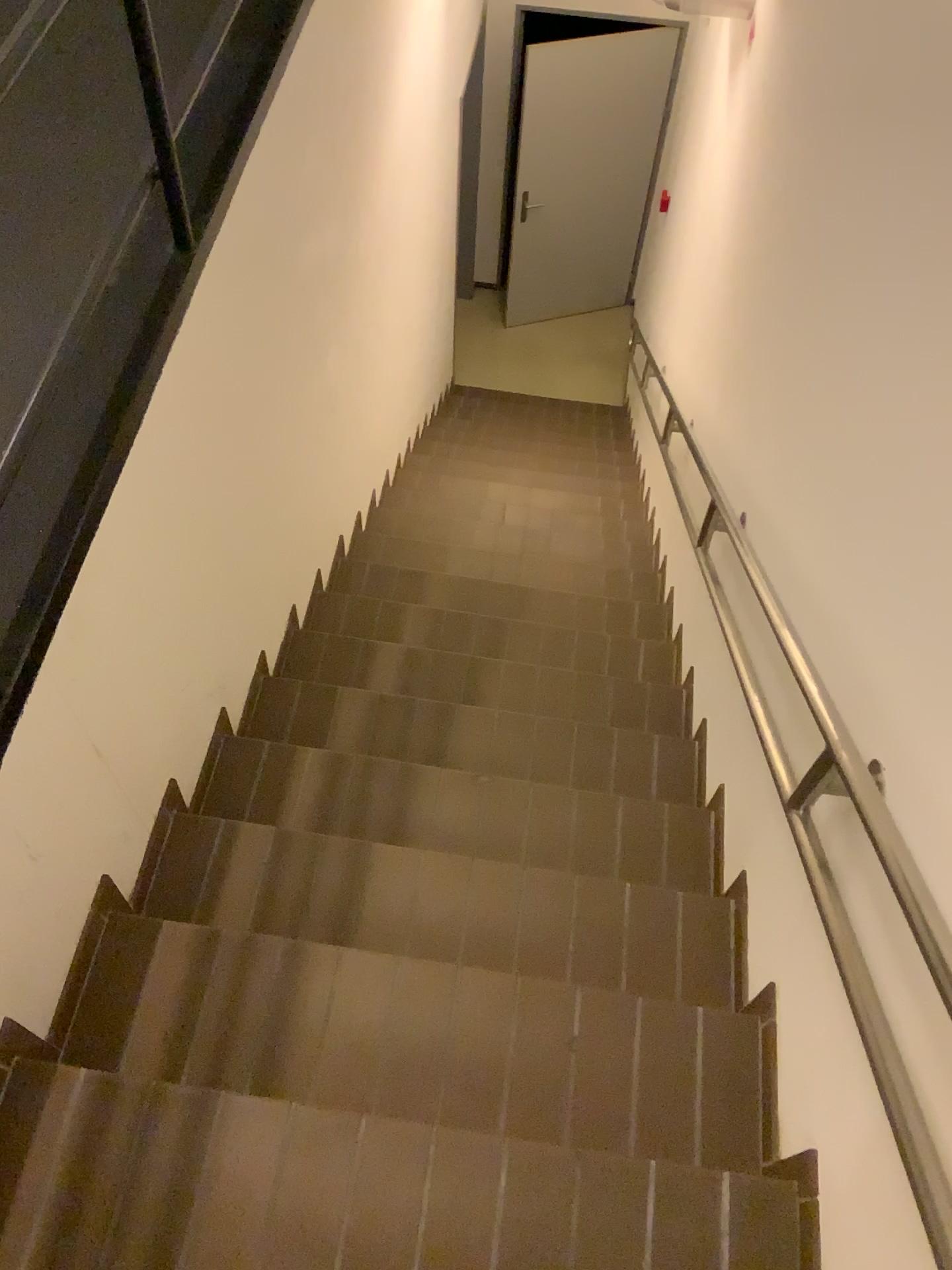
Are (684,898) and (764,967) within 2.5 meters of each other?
yes
